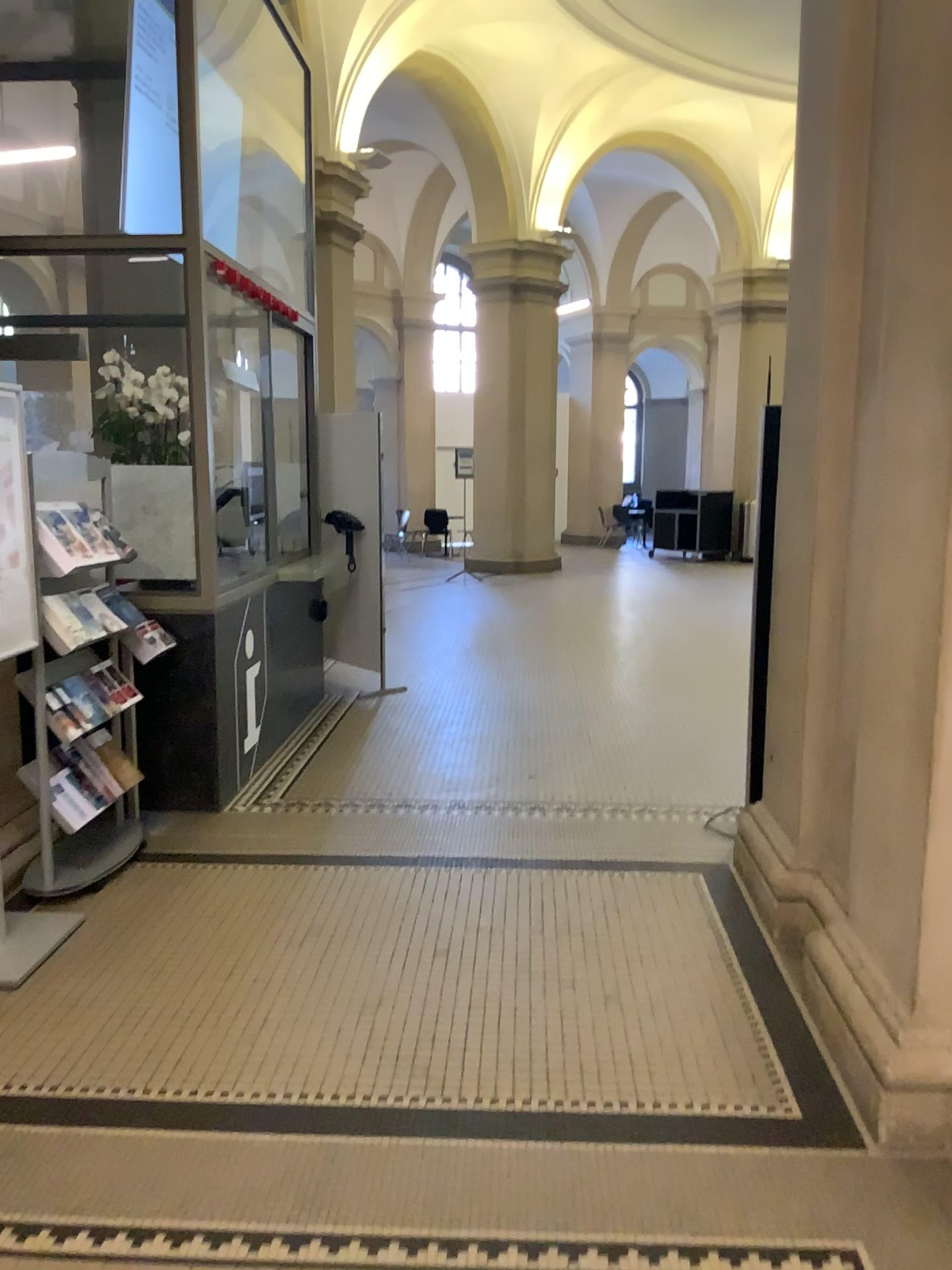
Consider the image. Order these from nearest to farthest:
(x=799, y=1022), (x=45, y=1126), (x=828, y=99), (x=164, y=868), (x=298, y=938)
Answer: (x=45, y=1126), (x=799, y=1022), (x=828, y=99), (x=298, y=938), (x=164, y=868)
